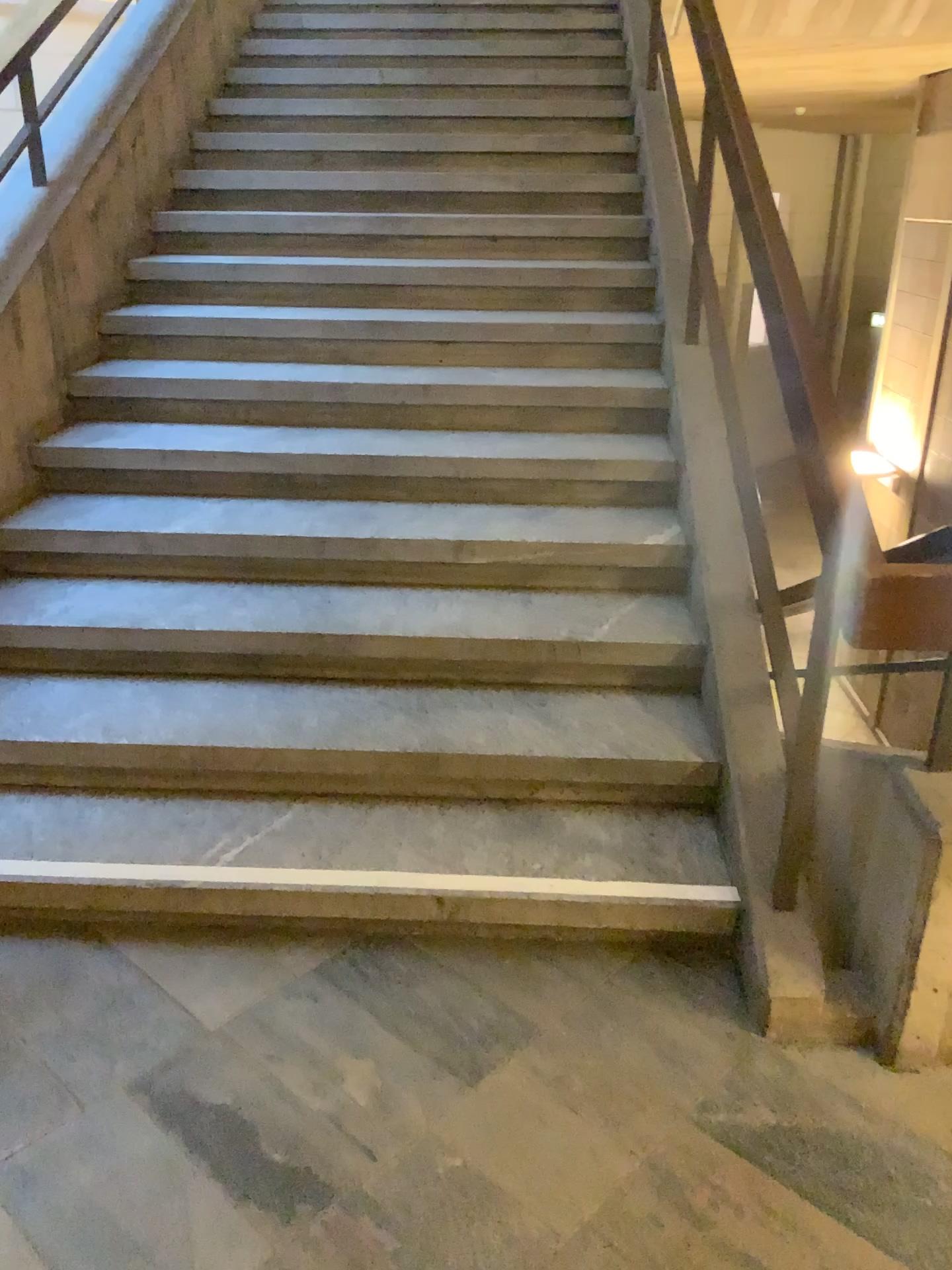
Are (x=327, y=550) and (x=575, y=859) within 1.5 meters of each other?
yes
